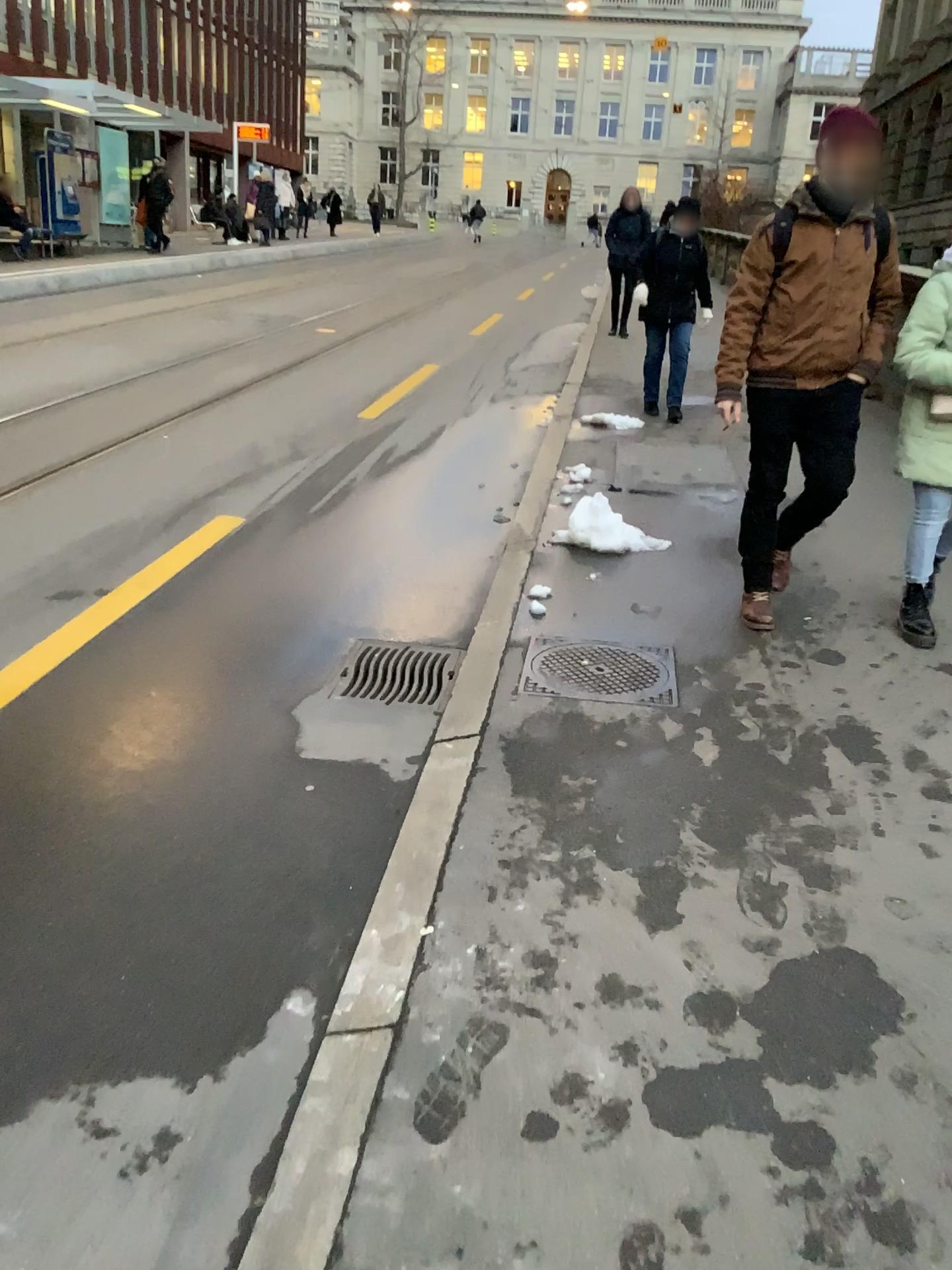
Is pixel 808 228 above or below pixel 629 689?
above

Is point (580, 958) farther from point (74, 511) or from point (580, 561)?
point (74, 511)

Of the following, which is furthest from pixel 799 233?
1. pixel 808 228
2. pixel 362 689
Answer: pixel 362 689

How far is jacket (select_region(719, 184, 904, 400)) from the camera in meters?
3.6 m

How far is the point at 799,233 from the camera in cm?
365

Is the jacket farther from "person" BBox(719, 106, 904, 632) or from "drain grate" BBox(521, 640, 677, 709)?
"drain grate" BBox(521, 640, 677, 709)

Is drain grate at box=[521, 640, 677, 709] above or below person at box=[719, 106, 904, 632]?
below

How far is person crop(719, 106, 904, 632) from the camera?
3.6 meters

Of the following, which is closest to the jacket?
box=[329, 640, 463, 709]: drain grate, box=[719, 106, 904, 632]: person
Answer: box=[719, 106, 904, 632]: person

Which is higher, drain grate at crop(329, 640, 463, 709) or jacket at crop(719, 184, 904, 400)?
jacket at crop(719, 184, 904, 400)
